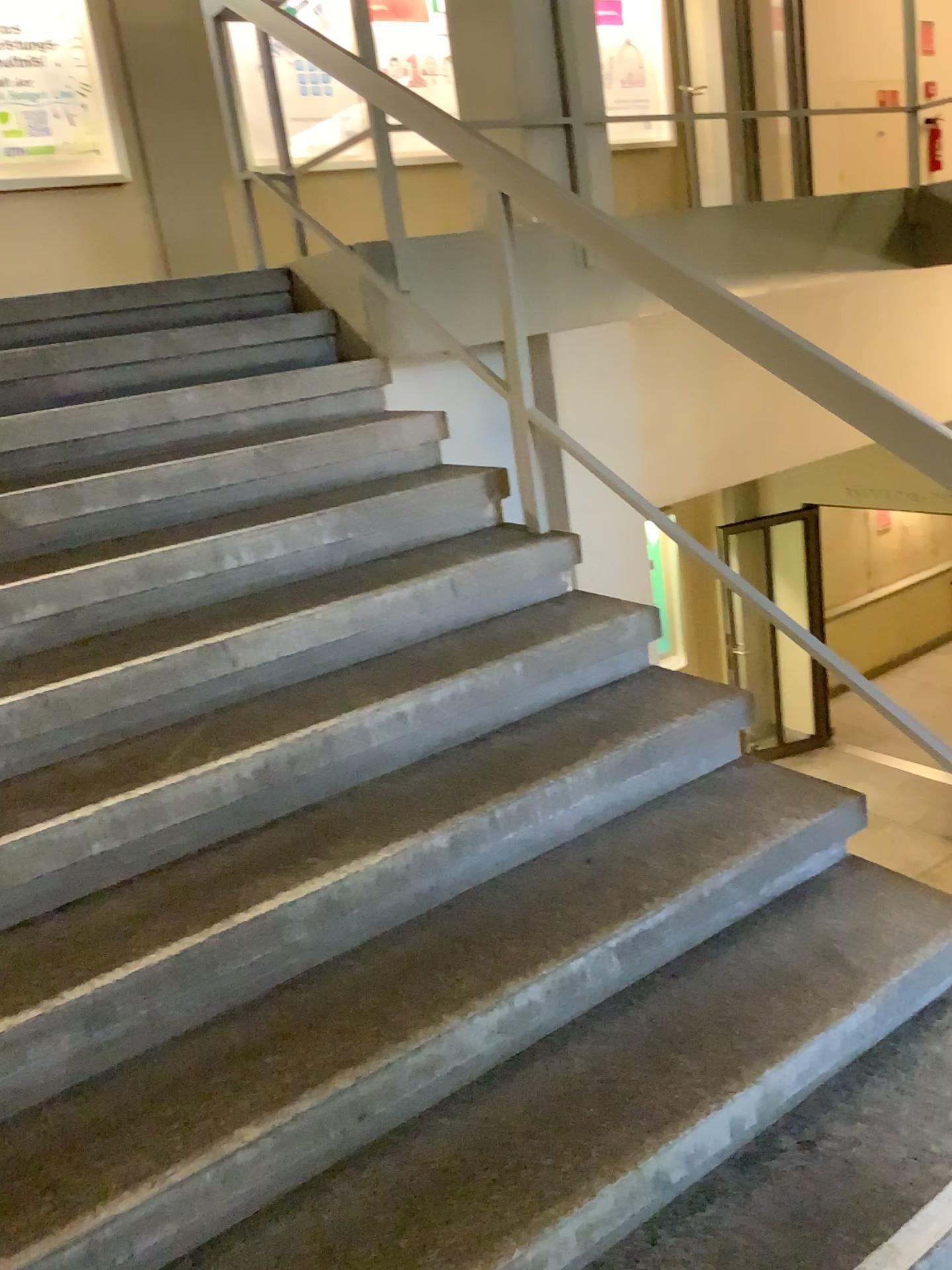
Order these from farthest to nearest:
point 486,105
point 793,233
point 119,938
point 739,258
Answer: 1. point 793,233
2. point 739,258
3. point 486,105
4. point 119,938
